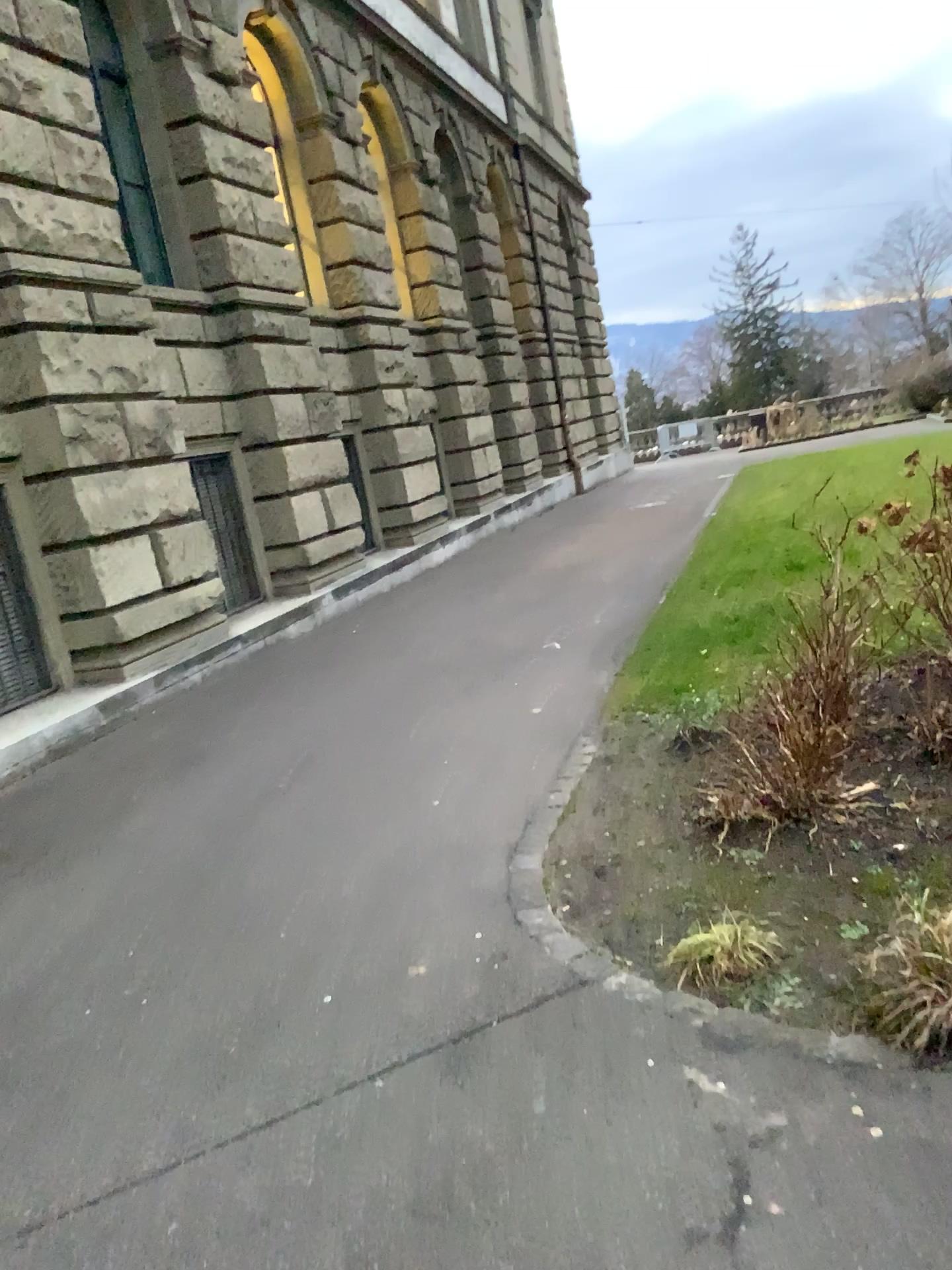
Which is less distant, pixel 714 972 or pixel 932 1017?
pixel 932 1017

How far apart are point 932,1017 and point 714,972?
0.6m

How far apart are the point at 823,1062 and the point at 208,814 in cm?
332

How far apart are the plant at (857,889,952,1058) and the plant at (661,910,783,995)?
0.3 meters

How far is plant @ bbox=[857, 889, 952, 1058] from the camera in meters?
2.4 m

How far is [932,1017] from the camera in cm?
240

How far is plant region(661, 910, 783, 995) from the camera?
2.9 meters

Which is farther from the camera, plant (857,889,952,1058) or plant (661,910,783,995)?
plant (661,910,783,995)
